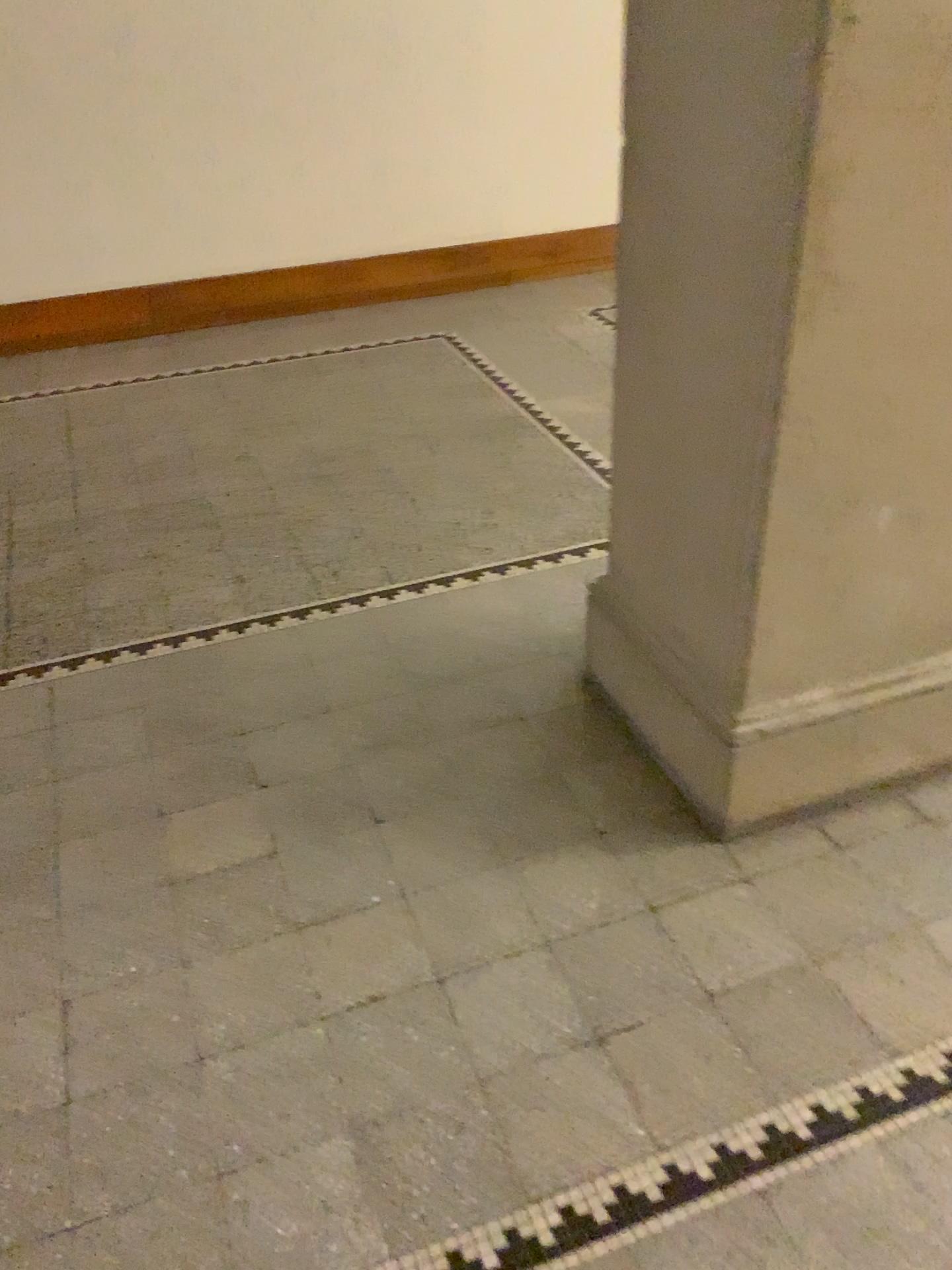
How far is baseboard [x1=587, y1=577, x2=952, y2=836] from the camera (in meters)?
1.90

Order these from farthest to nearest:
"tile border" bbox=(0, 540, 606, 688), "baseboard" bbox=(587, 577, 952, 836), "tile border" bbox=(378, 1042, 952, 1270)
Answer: "tile border" bbox=(0, 540, 606, 688) → "baseboard" bbox=(587, 577, 952, 836) → "tile border" bbox=(378, 1042, 952, 1270)

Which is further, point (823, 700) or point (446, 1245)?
point (823, 700)

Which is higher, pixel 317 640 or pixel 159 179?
pixel 159 179

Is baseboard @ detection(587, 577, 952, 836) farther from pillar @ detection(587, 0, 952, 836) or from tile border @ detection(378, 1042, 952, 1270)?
tile border @ detection(378, 1042, 952, 1270)

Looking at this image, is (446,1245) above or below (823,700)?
below

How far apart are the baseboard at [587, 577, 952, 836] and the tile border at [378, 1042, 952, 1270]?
0.5 meters

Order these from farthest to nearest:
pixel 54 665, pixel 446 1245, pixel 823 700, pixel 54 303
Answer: pixel 54 303 → pixel 54 665 → pixel 823 700 → pixel 446 1245

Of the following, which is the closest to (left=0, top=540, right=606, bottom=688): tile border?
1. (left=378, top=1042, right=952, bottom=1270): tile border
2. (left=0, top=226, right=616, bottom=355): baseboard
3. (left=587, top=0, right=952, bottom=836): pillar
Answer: (left=587, top=0, right=952, bottom=836): pillar

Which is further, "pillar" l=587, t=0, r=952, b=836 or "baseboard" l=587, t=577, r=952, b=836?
"baseboard" l=587, t=577, r=952, b=836
